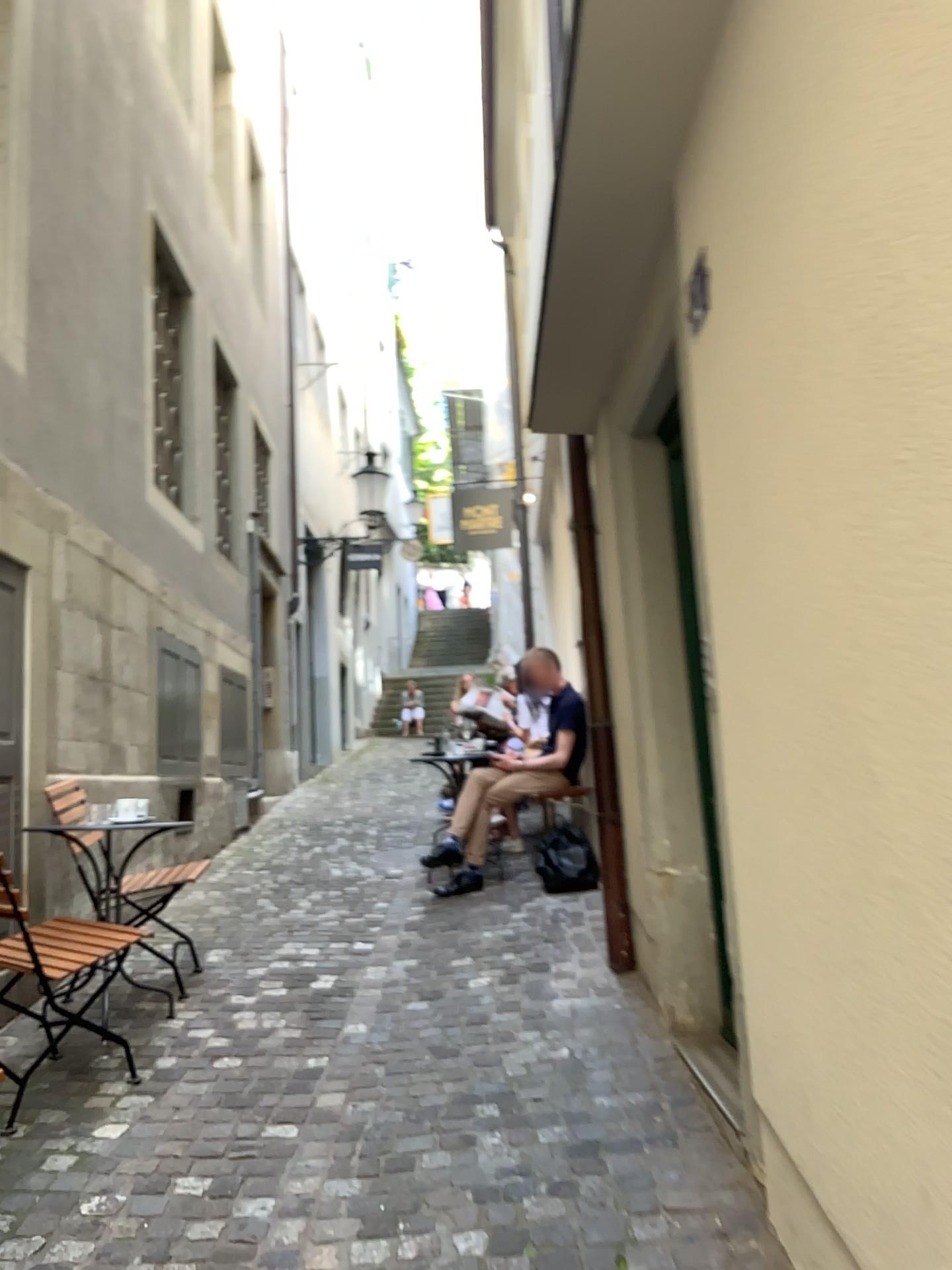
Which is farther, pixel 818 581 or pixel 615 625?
pixel 615 625
